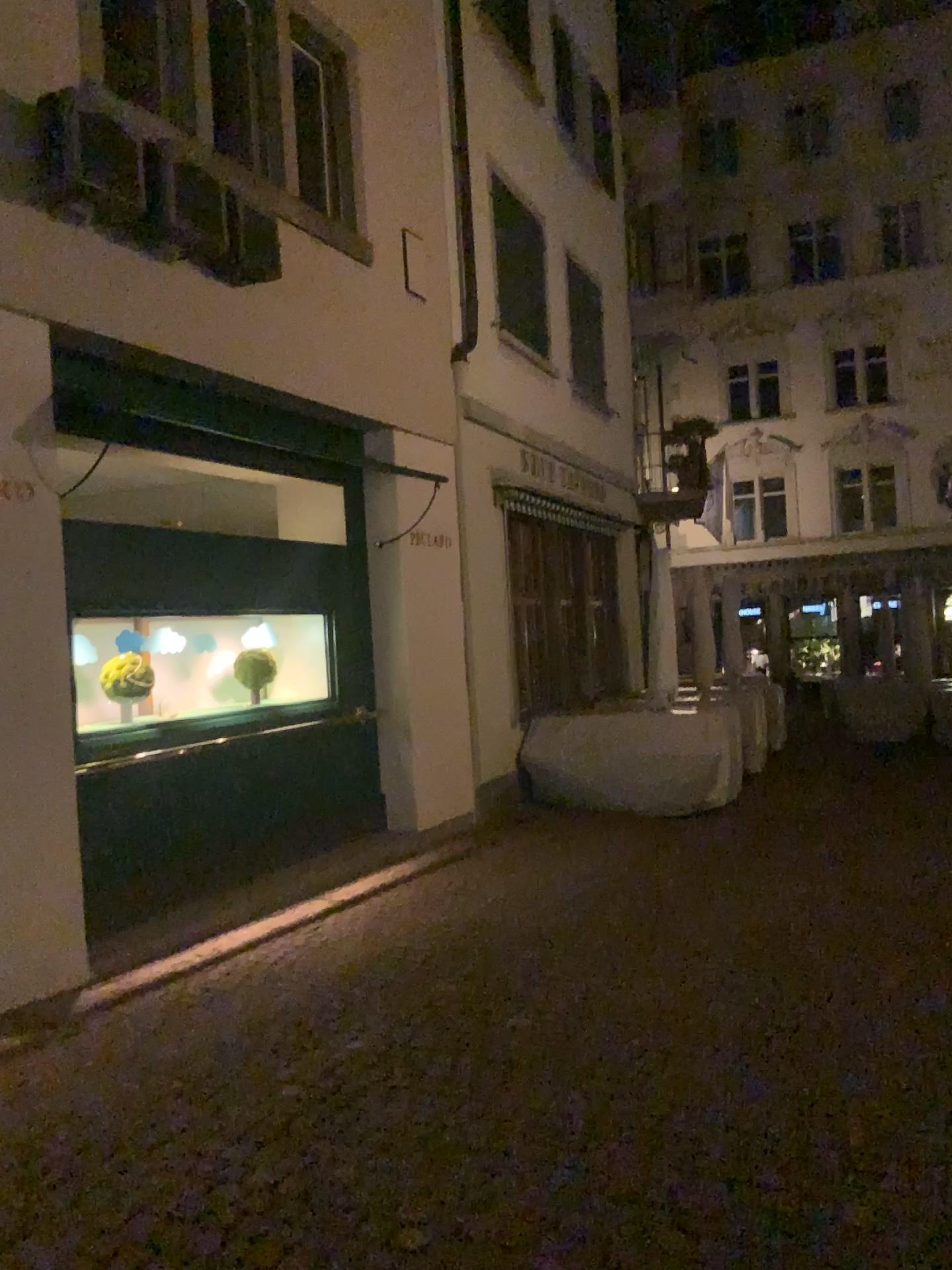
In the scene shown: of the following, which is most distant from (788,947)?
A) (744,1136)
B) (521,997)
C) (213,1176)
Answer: (213,1176)
